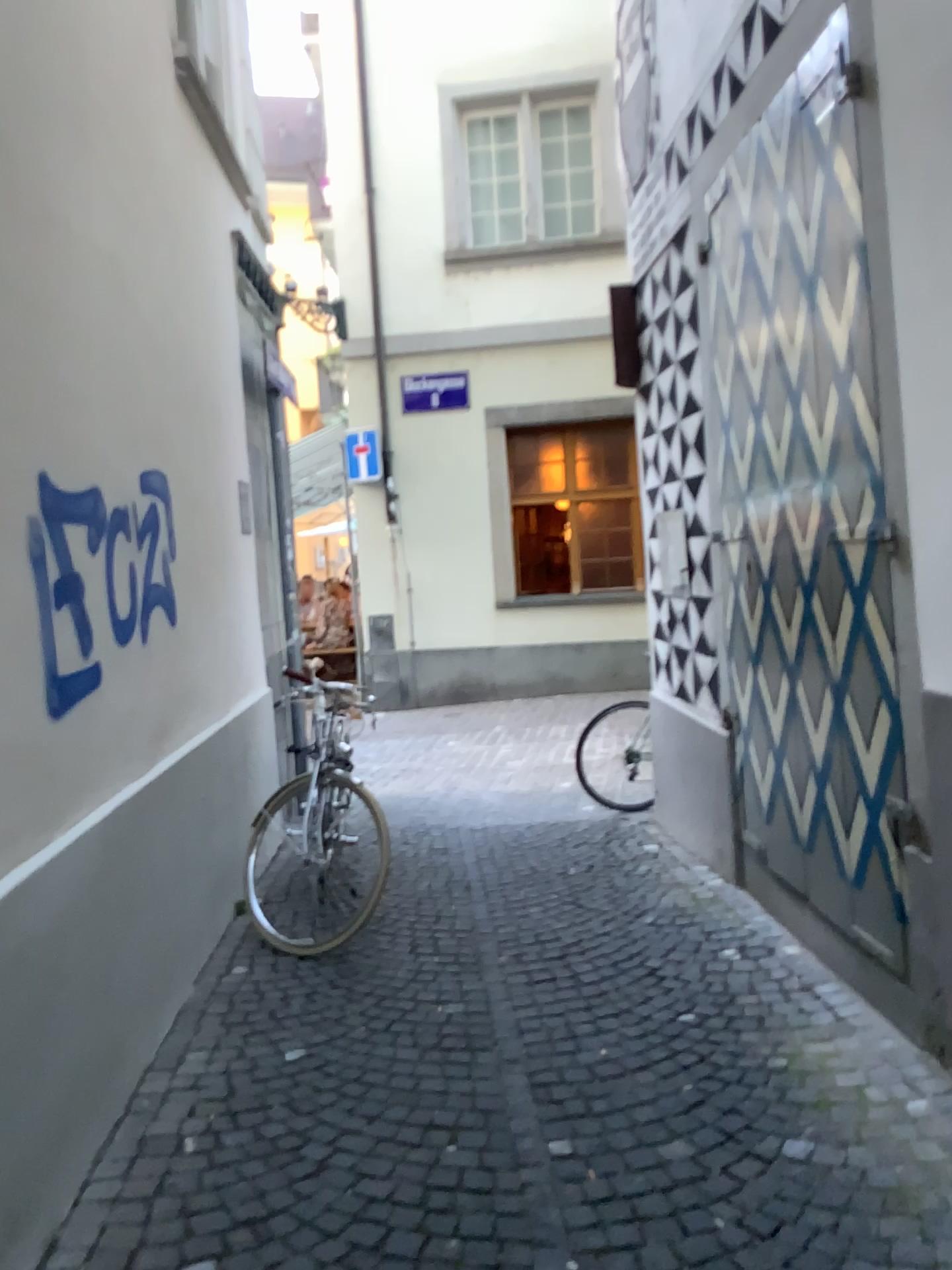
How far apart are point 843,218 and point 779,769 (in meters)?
1.85
